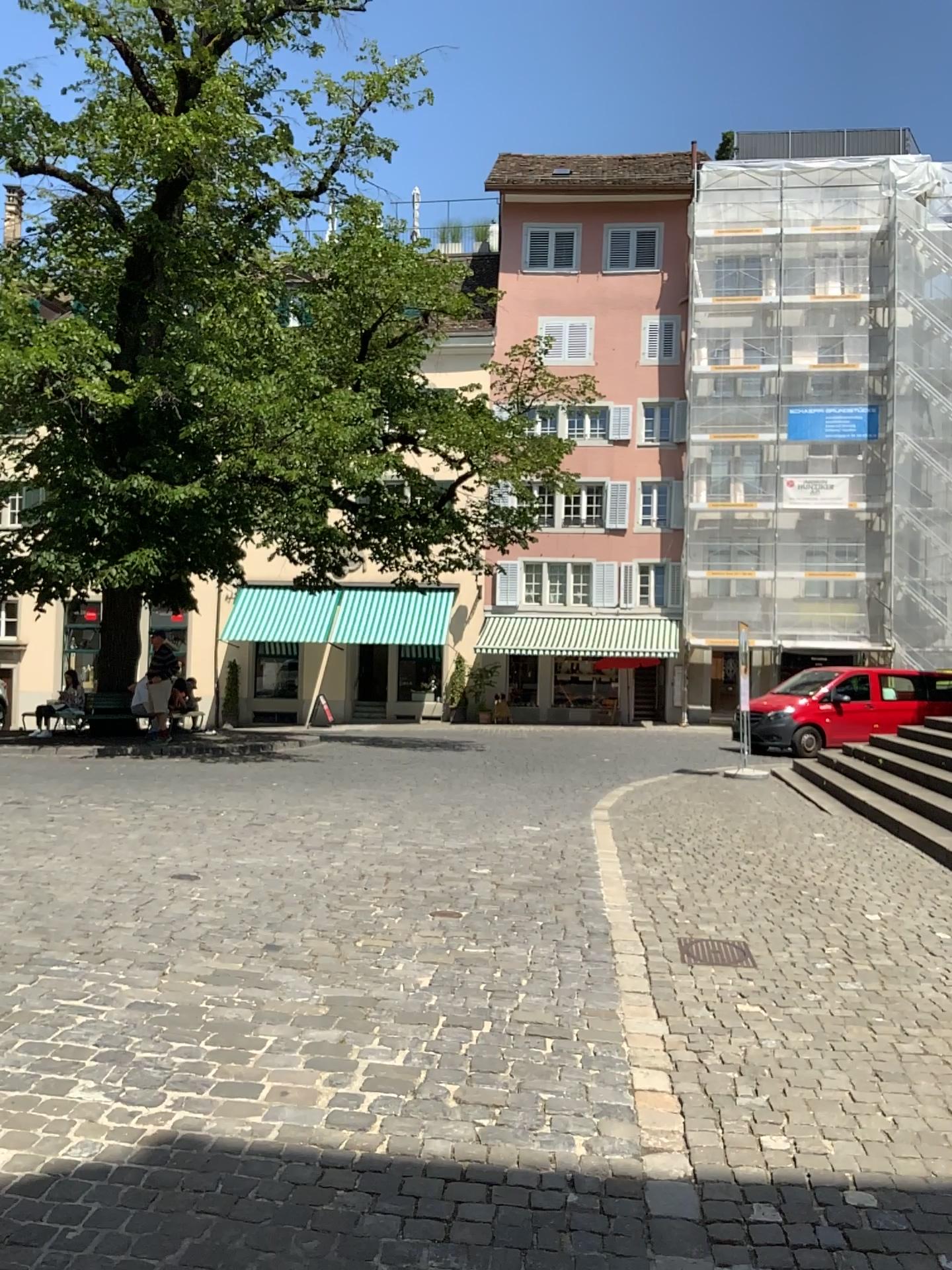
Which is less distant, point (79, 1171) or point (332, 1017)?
point (79, 1171)
